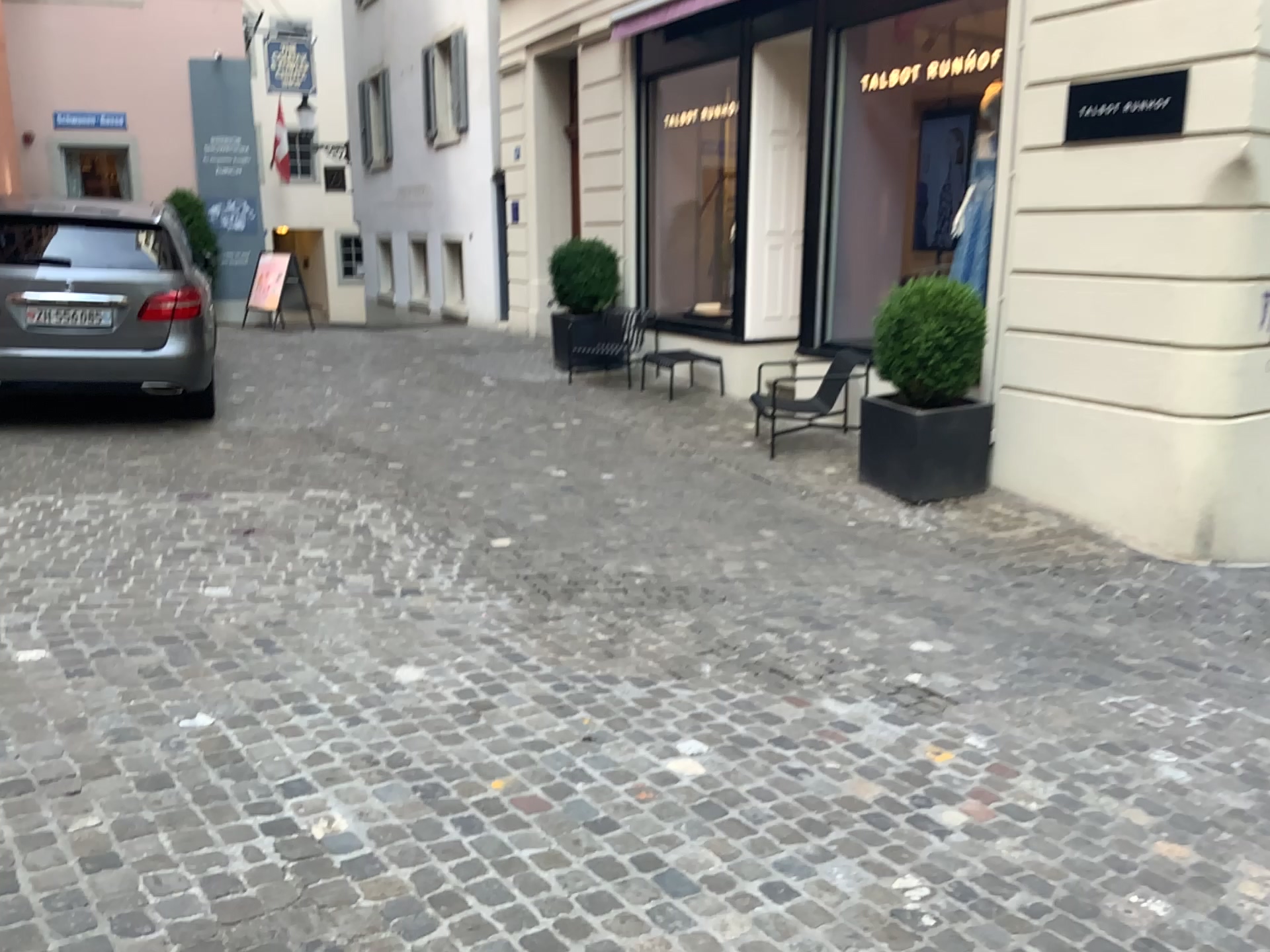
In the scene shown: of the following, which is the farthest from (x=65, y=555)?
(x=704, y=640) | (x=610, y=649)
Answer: (x=704, y=640)
